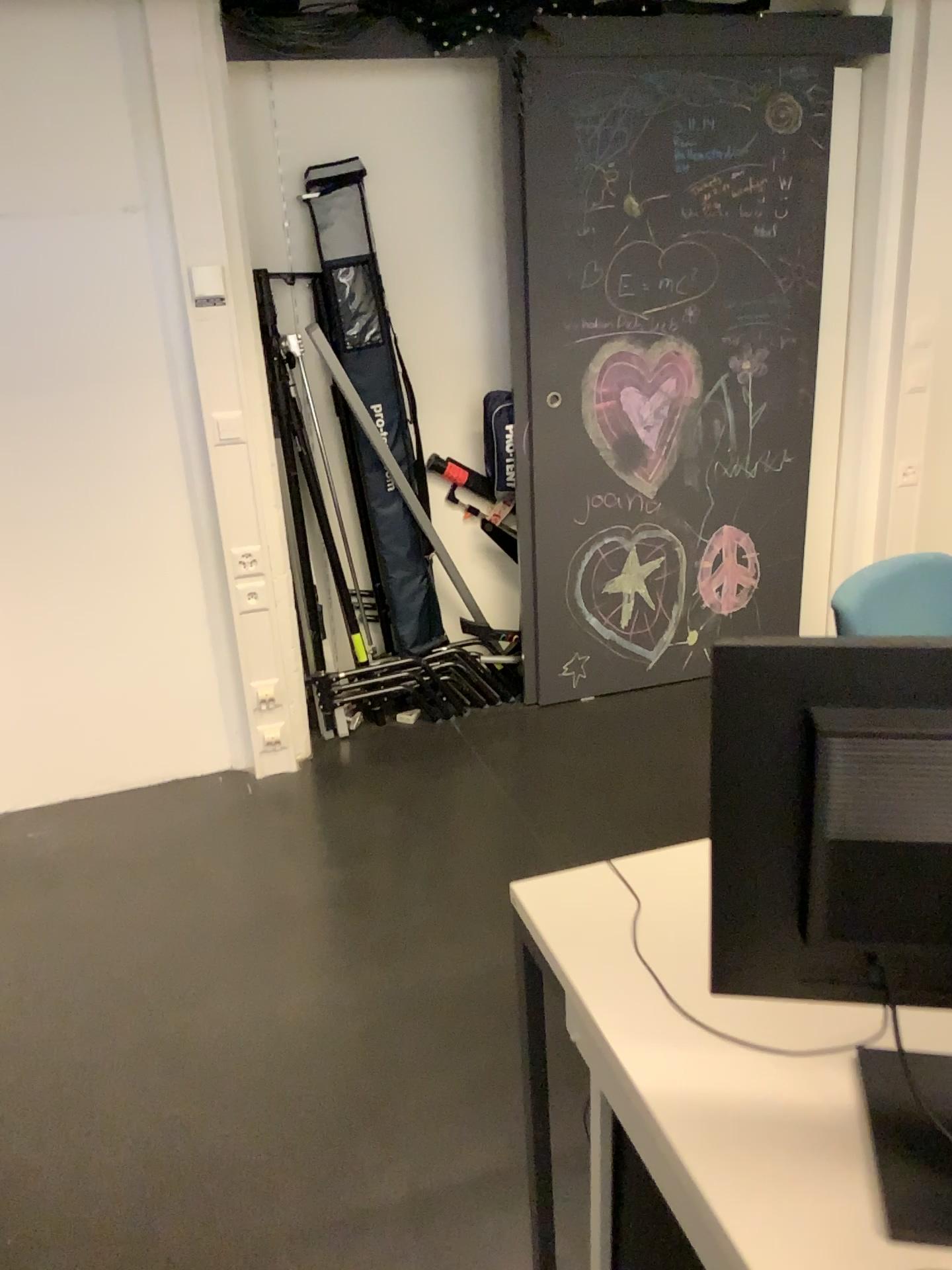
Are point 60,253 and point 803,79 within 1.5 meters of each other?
no

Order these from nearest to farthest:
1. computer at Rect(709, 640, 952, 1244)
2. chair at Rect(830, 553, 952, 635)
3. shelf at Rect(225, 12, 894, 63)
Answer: computer at Rect(709, 640, 952, 1244), chair at Rect(830, 553, 952, 635), shelf at Rect(225, 12, 894, 63)

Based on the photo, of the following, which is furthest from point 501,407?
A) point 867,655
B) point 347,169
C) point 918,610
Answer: point 867,655

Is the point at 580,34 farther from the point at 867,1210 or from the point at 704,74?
the point at 867,1210

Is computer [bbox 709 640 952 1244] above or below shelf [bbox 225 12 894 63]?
below

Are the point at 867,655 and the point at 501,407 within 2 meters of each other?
no

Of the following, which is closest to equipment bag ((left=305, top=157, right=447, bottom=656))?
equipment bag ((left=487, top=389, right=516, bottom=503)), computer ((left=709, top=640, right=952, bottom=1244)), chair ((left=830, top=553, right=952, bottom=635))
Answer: equipment bag ((left=487, top=389, right=516, bottom=503))

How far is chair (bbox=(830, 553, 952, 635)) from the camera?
1.6m

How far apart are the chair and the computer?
0.7m

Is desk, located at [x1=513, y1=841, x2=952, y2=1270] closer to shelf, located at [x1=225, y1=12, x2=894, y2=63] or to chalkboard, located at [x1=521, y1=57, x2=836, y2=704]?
chalkboard, located at [x1=521, y1=57, x2=836, y2=704]
